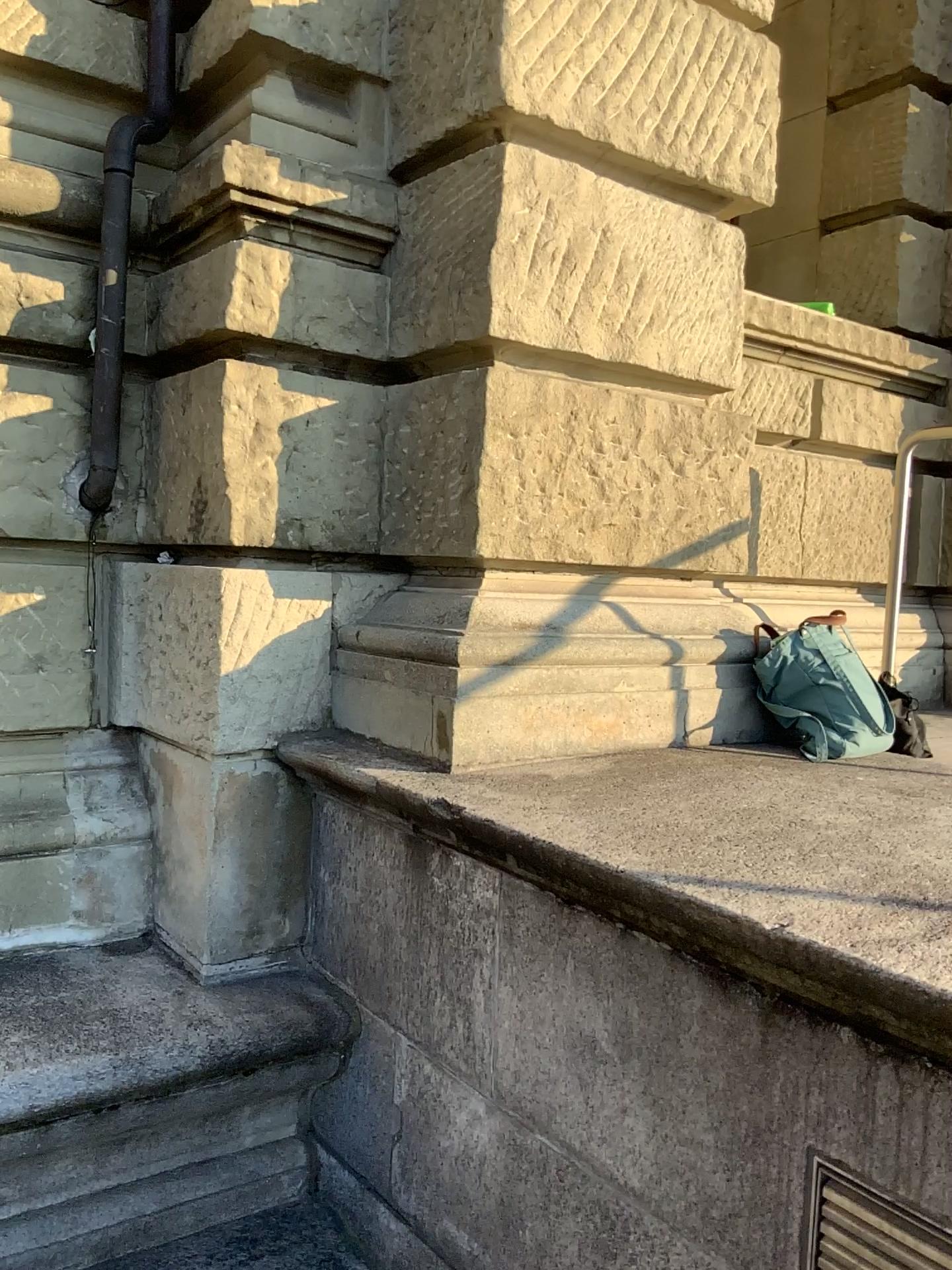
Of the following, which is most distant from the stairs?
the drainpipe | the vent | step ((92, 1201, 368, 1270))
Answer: the drainpipe

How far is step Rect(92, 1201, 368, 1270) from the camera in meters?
2.4

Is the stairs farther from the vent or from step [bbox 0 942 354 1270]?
the vent

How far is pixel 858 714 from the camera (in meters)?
2.66

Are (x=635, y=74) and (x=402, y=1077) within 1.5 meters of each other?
no

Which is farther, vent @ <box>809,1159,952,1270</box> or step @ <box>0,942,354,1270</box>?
Answer: step @ <box>0,942,354,1270</box>

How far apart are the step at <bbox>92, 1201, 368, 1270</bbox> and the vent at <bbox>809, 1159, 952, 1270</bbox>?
1.4 meters

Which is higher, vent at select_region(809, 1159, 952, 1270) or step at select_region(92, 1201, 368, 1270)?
vent at select_region(809, 1159, 952, 1270)

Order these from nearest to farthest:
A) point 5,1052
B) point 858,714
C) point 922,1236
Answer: point 922,1236 → point 5,1052 → point 858,714

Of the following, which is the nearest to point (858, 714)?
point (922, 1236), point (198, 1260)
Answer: point (922, 1236)
